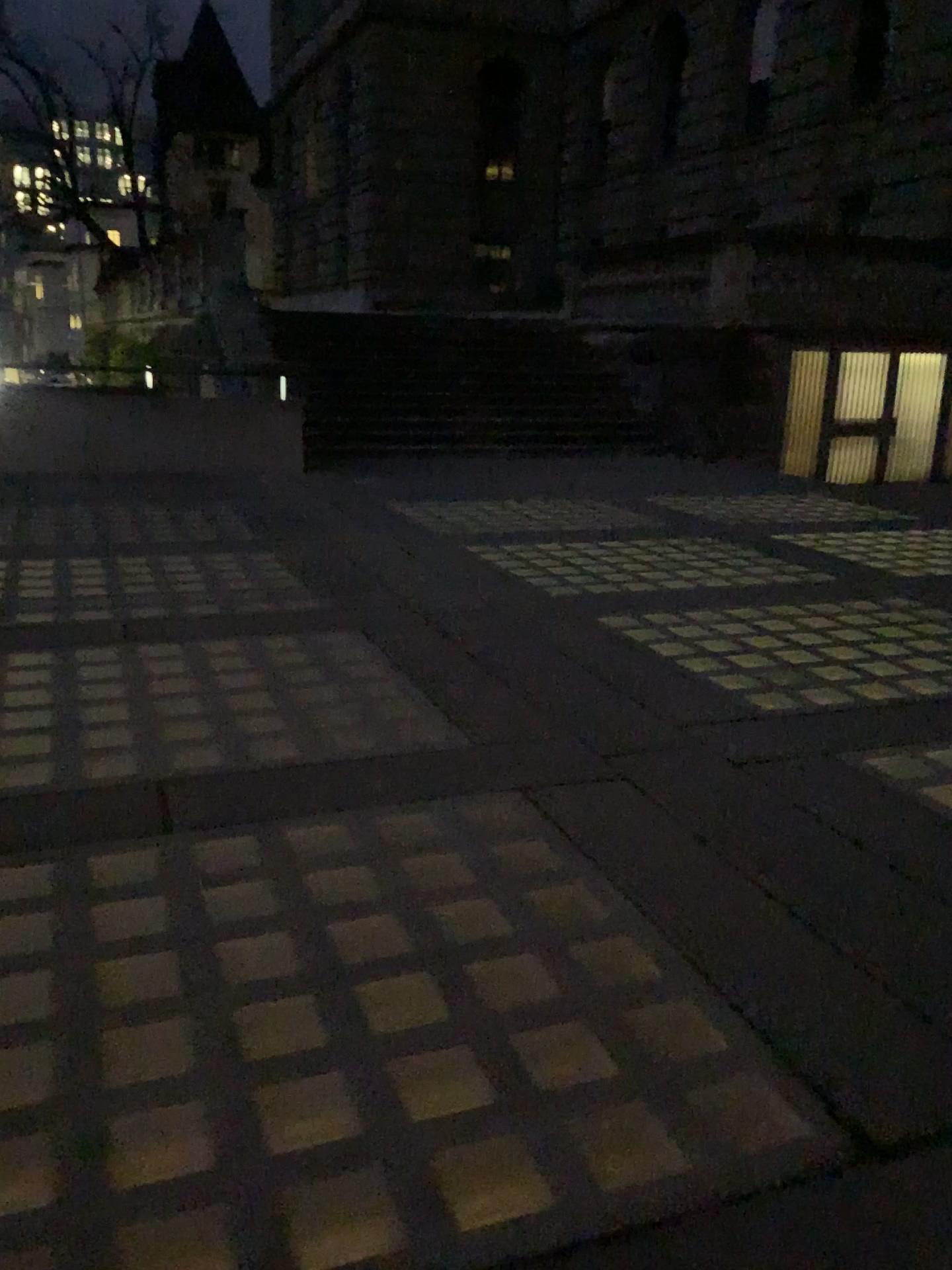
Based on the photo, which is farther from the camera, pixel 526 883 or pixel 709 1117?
pixel 526 883
